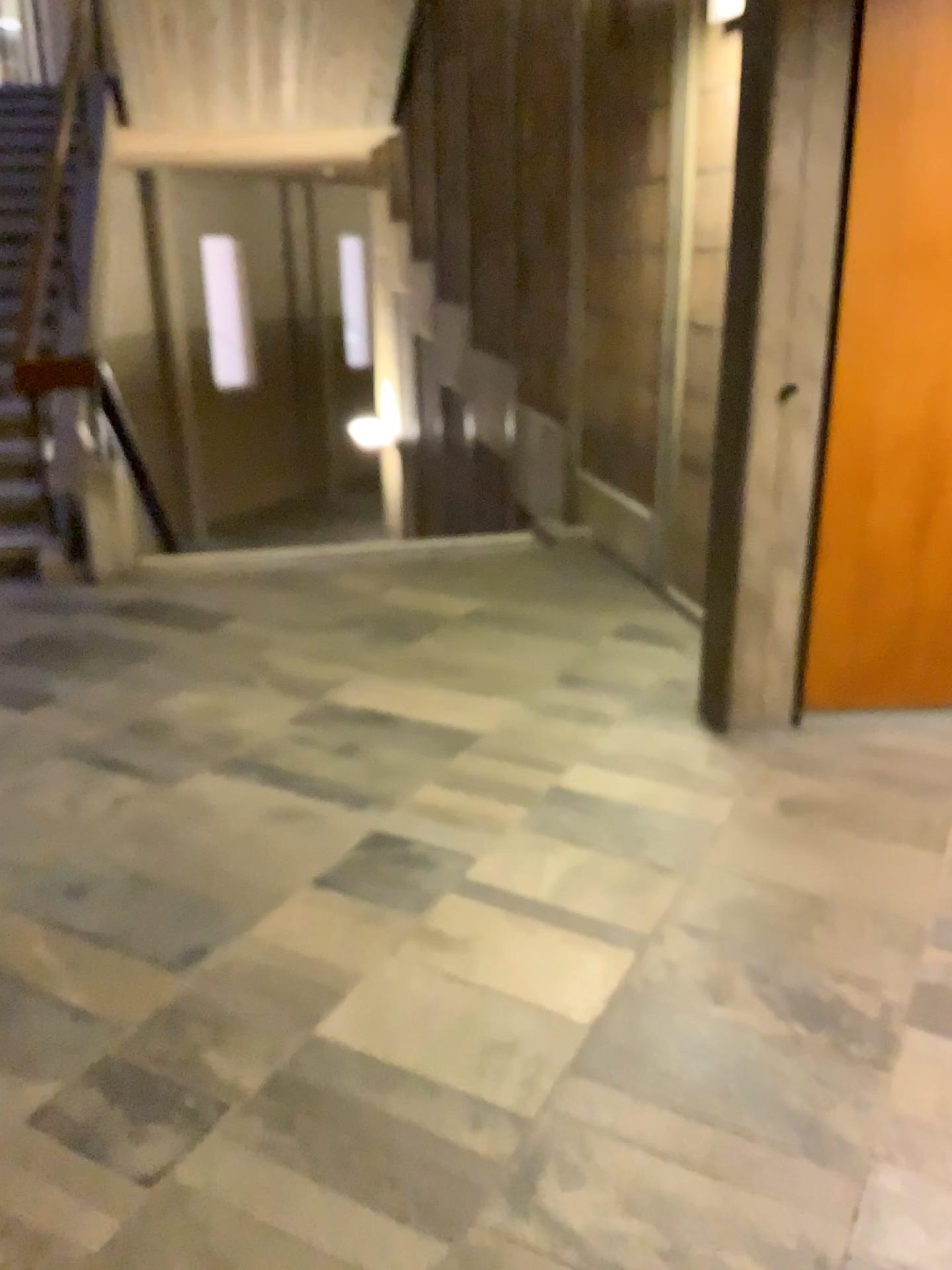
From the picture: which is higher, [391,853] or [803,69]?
[803,69]
